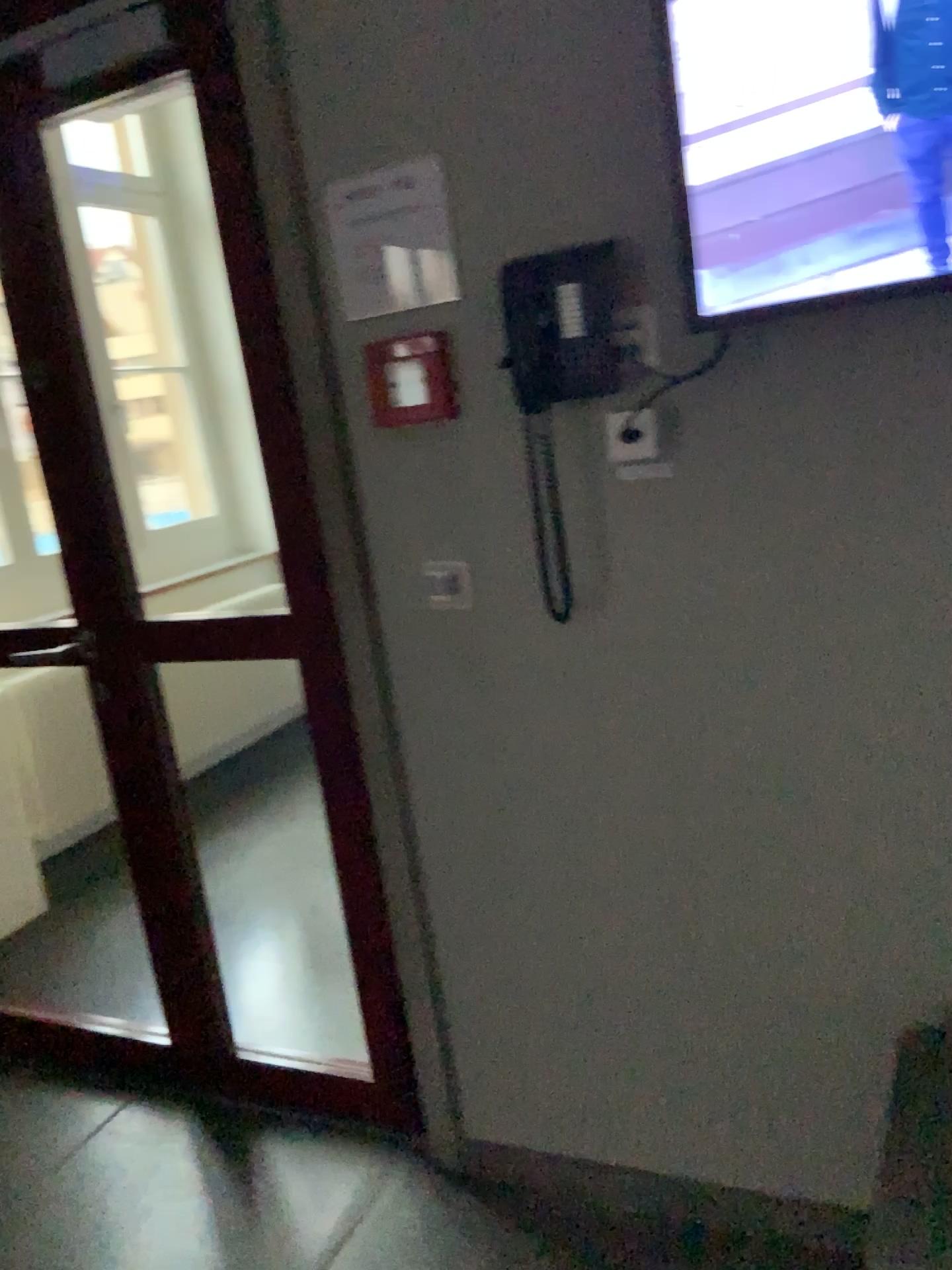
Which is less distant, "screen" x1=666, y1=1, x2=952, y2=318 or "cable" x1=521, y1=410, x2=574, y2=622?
"screen" x1=666, y1=1, x2=952, y2=318

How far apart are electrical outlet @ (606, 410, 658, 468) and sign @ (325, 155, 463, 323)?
0.34m

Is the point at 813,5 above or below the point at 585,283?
above

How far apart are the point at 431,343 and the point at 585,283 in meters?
0.3 m

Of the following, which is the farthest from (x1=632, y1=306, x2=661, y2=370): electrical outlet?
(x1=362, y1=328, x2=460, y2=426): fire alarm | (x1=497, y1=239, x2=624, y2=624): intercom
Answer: (x1=362, y1=328, x2=460, y2=426): fire alarm

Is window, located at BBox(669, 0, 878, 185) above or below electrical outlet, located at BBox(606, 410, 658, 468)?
above

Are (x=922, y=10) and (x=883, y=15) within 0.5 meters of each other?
yes

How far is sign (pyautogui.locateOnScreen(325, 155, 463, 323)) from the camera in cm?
163

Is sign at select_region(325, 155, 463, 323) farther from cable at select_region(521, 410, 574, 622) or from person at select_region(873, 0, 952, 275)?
person at select_region(873, 0, 952, 275)

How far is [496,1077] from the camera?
2.0m
